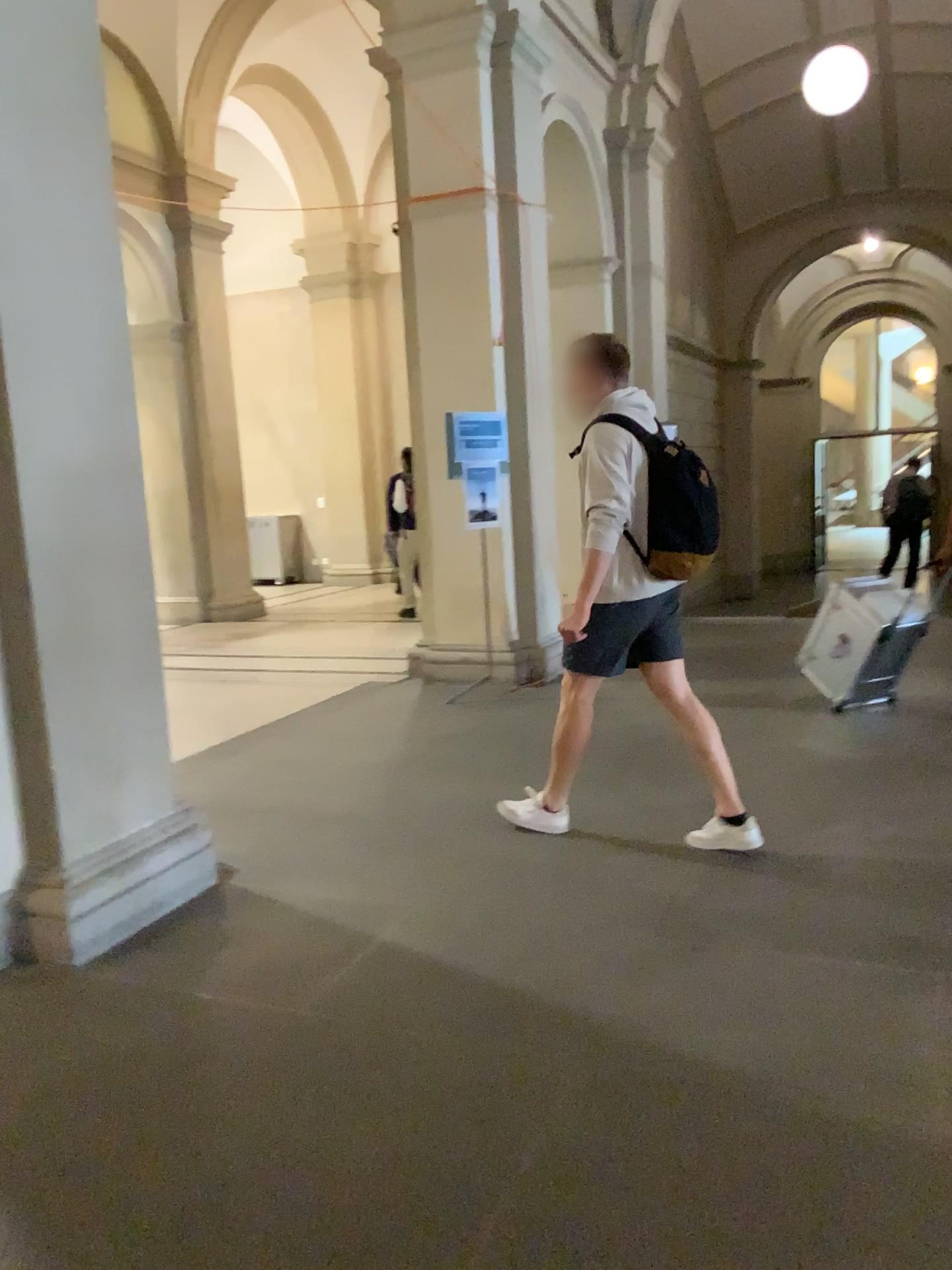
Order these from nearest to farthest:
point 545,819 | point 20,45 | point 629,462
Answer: point 20,45, point 629,462, point 545,819

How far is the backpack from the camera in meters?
3.7 m

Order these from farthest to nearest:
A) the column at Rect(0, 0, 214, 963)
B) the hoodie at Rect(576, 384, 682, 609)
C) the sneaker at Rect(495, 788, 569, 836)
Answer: the sneaker at Rect(495, 788, 569, 836)
the hoodie at Rect(576, 384, 682, 609)
the column at Rect(0, 0, 214, 963)

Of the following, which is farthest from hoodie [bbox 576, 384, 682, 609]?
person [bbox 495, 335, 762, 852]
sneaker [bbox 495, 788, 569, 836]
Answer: sneaker [bbox 495, 788, 569, 836]

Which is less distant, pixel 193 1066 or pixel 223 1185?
pixel 223 1185

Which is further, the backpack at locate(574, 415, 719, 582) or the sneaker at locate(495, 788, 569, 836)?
the sneaker at locate(495, 788, 569, 836)

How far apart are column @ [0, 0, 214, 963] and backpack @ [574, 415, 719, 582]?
1.7 meters

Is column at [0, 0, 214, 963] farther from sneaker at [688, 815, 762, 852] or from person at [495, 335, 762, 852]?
sneaker at [688, 815, 762, 852]

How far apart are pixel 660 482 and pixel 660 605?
0.44m

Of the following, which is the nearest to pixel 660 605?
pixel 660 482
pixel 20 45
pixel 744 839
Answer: pixel 660 482
